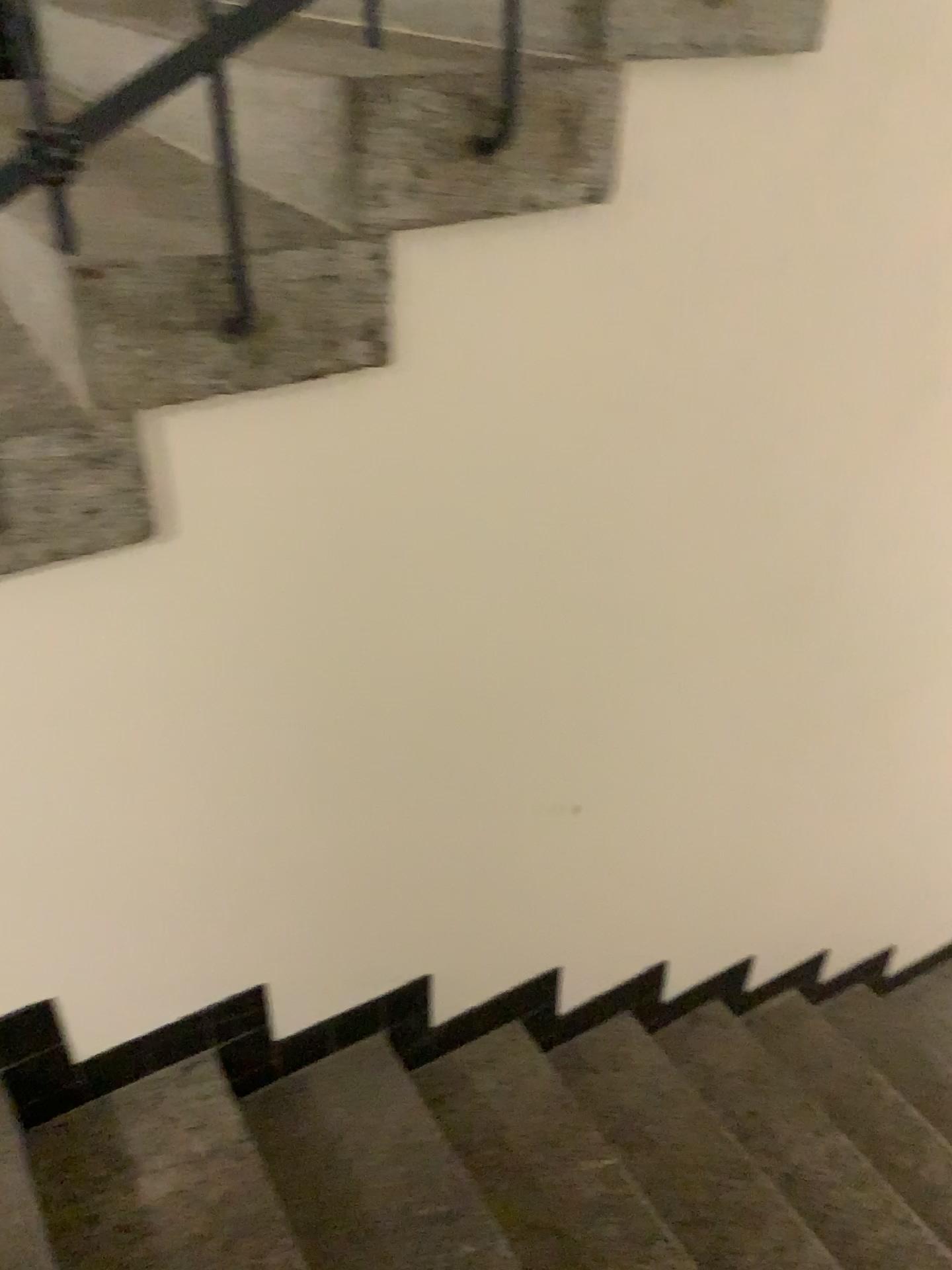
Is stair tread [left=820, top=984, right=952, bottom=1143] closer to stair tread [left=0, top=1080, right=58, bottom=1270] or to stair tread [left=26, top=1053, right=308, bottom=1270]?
stair tread [left=26, top=1053, right=308, bottom=1270]

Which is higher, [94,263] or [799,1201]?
[94,263]

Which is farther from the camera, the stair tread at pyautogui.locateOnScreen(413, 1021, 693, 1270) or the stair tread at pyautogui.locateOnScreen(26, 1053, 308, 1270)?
the stair tread at pyautogui.locateOnScreen(413, 1021, 693, 1270)

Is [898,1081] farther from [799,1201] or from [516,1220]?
[516,1220]

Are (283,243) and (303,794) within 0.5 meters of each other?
no

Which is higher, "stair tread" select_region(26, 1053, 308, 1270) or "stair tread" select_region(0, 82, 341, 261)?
"stair tread" select_region(0, 82, 341, 261)

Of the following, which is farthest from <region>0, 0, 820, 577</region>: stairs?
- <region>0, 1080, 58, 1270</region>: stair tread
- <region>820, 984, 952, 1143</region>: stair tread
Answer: <region>820, 984, 952, 1143</region>: stair tread

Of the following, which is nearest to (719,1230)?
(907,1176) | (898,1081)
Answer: (907,1176)

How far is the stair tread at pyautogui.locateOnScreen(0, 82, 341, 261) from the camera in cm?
112

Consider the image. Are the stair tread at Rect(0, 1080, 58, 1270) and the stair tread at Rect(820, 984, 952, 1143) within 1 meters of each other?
no
